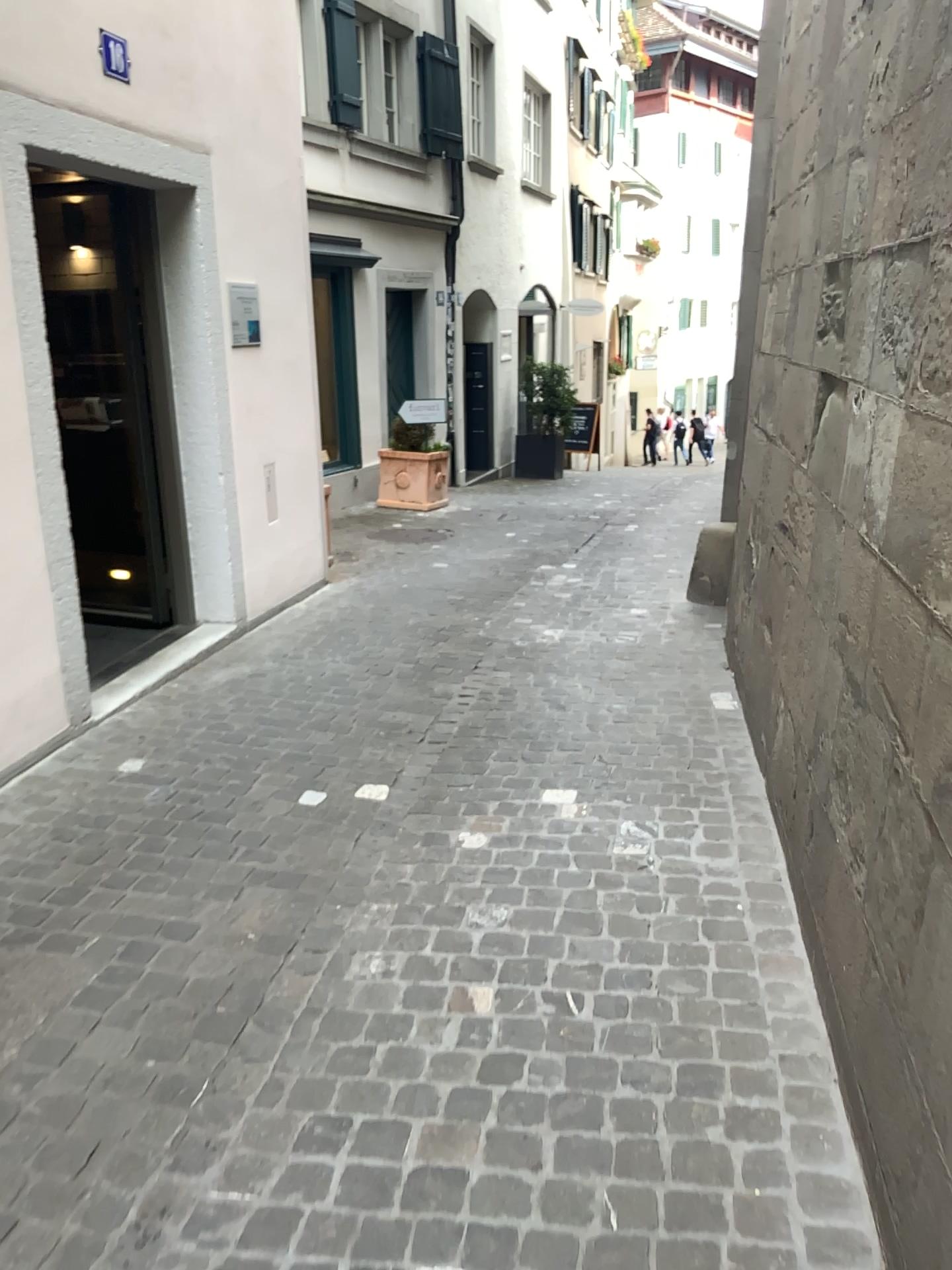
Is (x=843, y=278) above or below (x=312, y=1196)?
above
